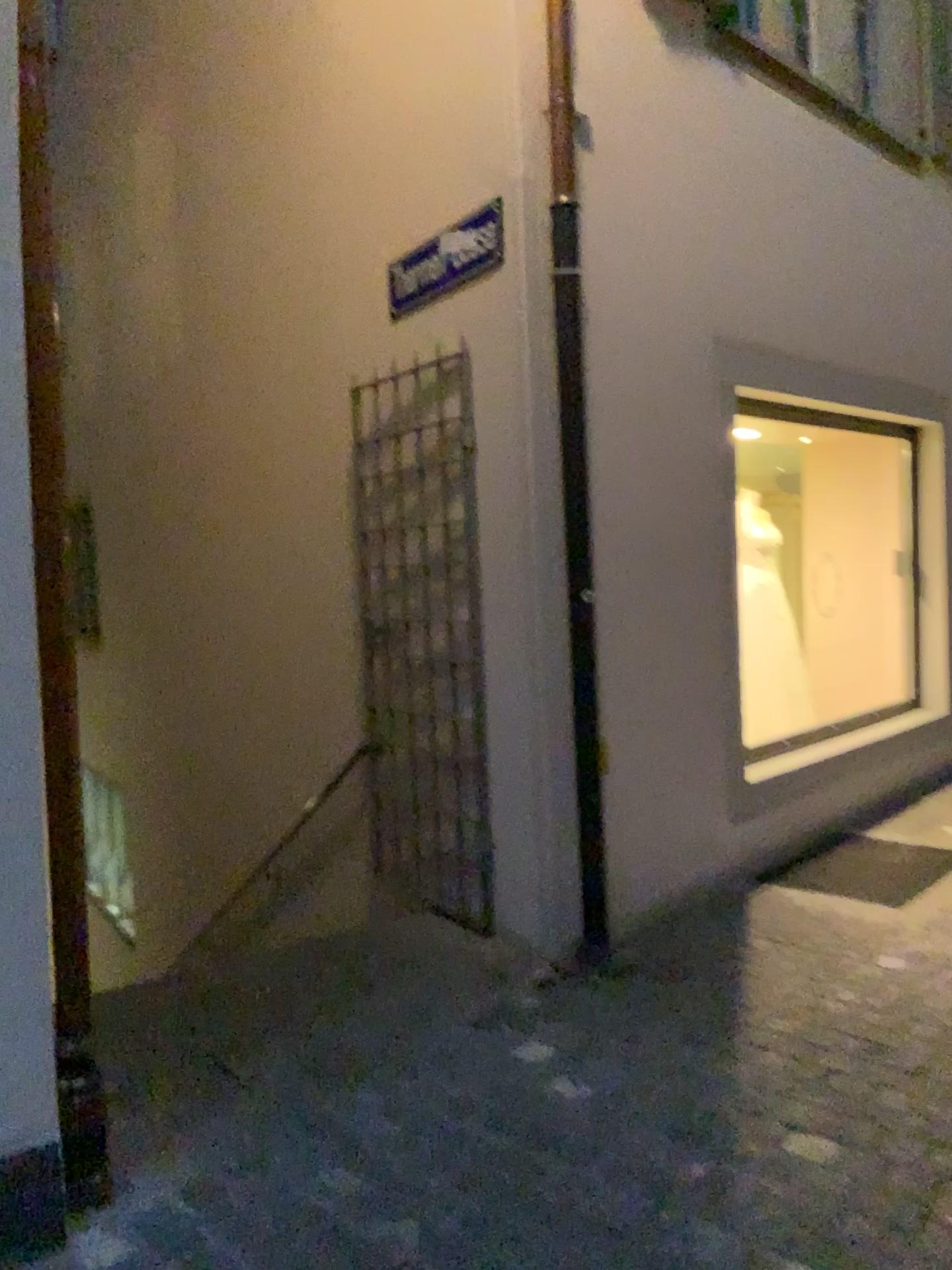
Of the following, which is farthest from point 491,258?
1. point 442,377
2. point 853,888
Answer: point 853,888

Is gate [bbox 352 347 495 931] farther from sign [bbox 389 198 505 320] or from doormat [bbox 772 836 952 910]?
doormat [bbox 772 836 952 910]

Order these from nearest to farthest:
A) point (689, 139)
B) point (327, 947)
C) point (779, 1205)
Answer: point (779, 1205), point (327, 947), point (689, 139)

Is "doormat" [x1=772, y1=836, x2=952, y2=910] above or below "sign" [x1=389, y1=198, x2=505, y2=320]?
below

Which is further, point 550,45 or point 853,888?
point 853,888

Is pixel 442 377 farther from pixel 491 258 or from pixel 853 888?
pixel 853 888

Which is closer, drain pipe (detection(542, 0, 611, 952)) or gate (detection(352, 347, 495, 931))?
drain pipe (detection(542, 0, 611, 952))

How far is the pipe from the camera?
3.55m

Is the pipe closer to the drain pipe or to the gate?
the drain pipe

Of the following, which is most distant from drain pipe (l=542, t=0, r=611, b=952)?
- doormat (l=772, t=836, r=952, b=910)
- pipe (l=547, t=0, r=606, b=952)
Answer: doormat (l=772, t=836, r=952, b=910)
